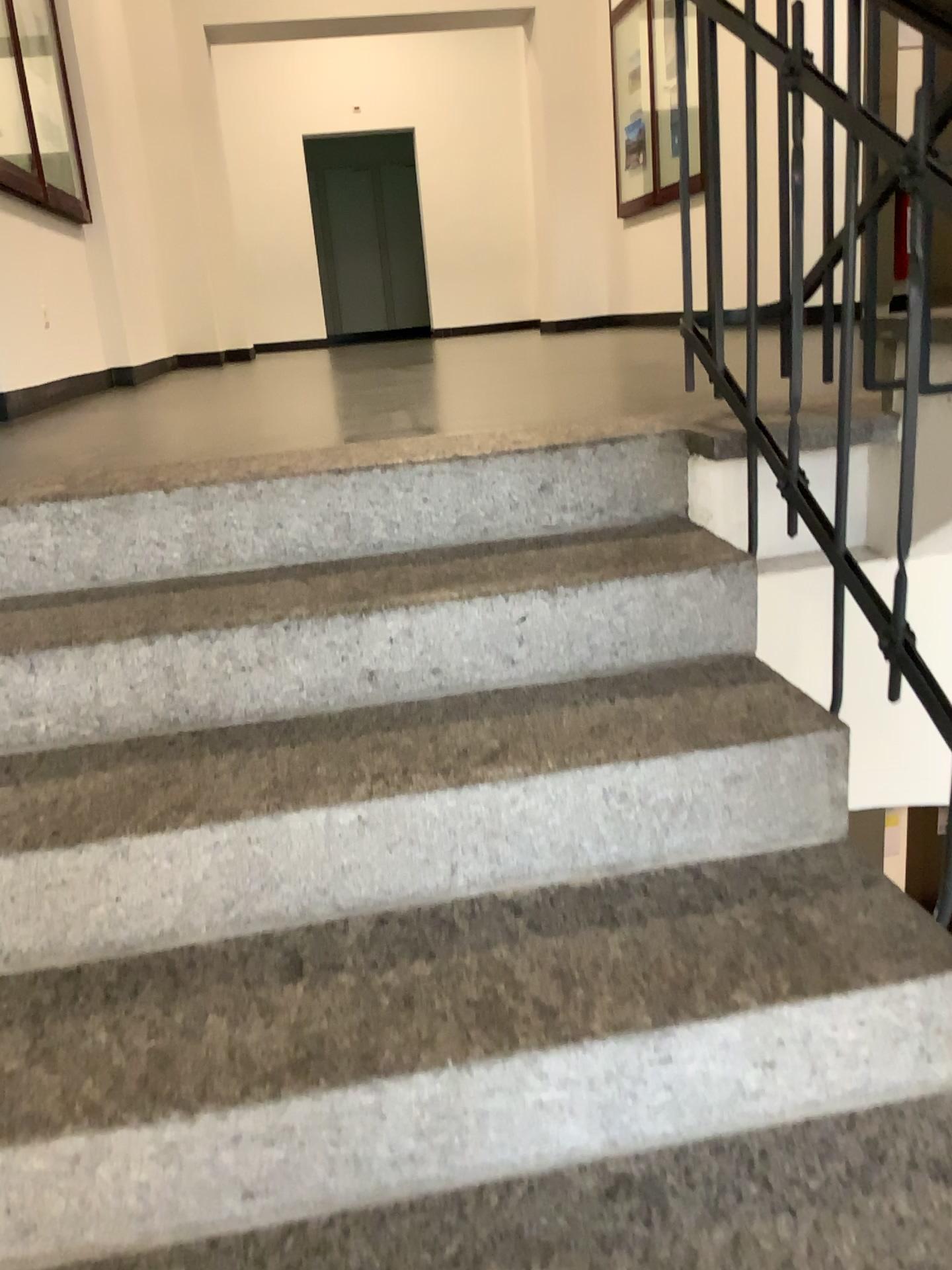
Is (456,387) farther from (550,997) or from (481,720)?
(550,997)
